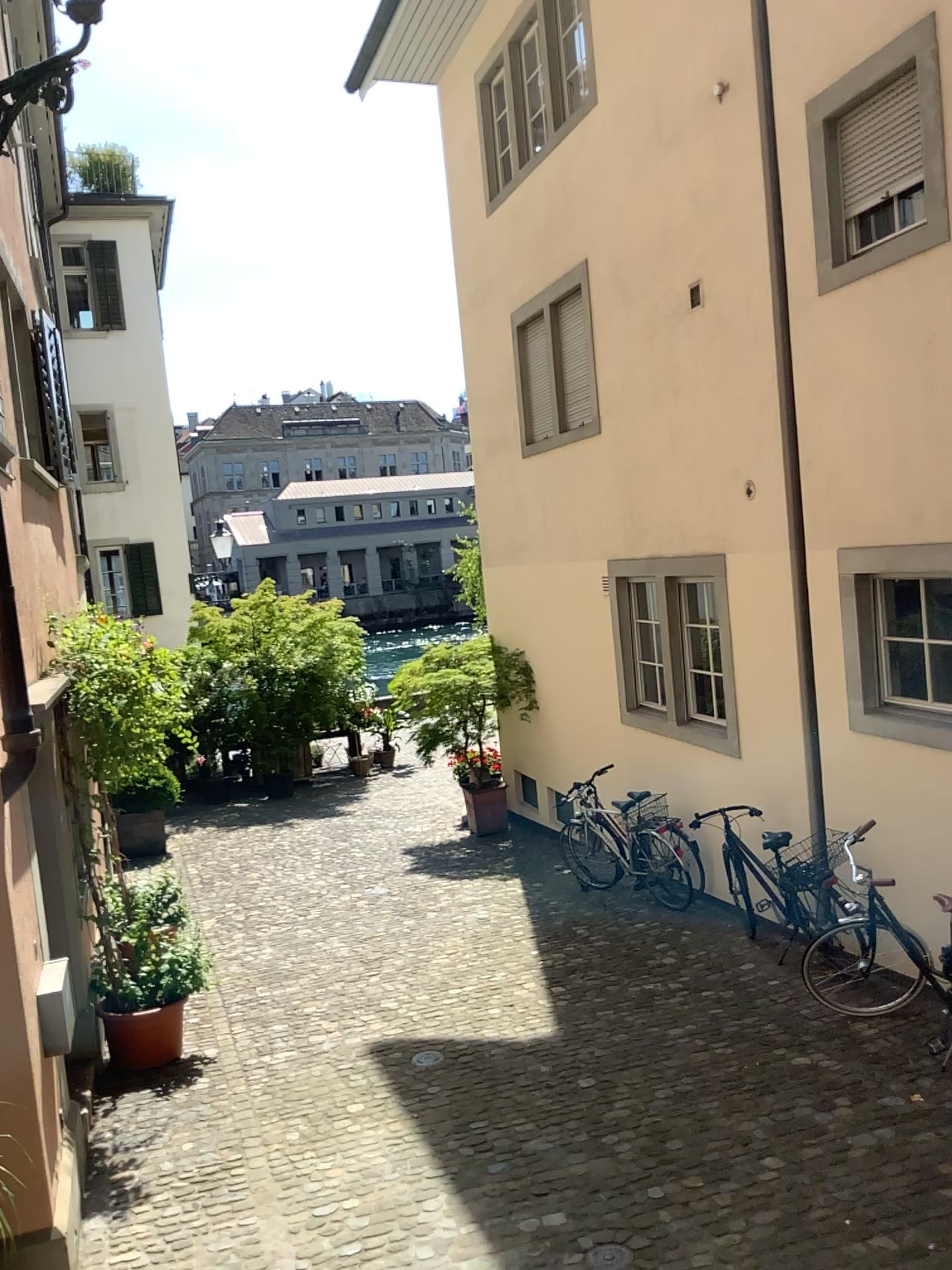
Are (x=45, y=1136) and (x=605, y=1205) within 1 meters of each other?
no
